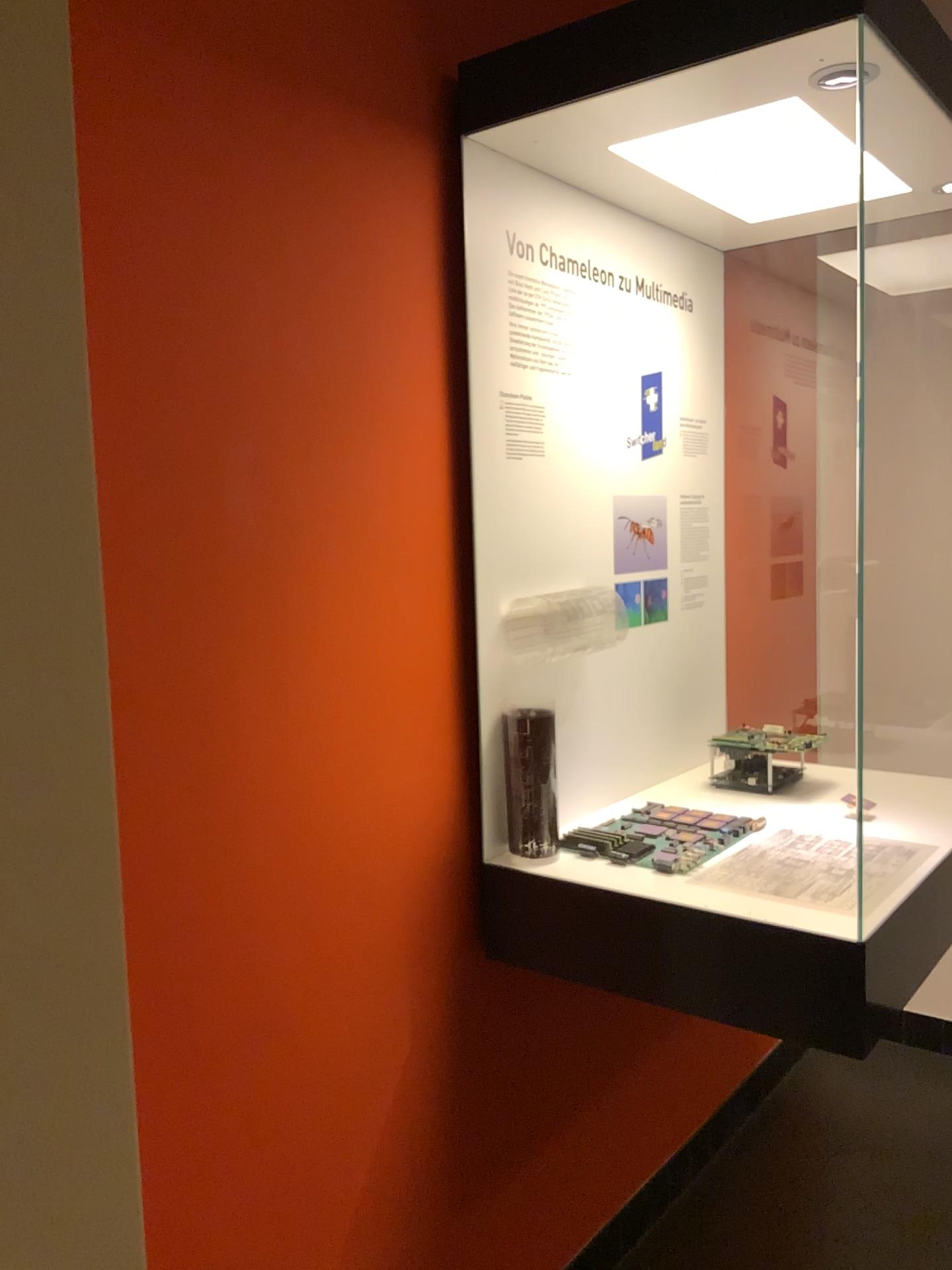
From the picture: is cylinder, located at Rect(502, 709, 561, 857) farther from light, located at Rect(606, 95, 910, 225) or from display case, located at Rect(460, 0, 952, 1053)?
light, located at Rect(606, 95, 910, 225)

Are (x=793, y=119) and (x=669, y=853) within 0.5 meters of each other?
no

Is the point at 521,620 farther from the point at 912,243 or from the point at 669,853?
the point at 912,243

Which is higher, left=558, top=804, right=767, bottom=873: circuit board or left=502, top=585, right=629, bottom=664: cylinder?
left=502, top=585, right=629, bottom=664: cylinder

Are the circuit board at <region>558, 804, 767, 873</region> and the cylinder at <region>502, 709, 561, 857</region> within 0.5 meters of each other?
yes

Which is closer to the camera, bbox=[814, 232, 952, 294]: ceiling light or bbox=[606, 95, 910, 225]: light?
bbox=[606, 95, 910, 225]: light

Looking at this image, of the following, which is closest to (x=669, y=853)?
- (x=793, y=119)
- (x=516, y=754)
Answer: (x=516, y=754)

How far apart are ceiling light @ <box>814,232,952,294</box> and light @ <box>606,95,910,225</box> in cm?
26

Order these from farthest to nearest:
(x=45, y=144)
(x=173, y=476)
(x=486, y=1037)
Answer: (x=486, y=1037) < (x=173, y=476) < (x=45, y=144)

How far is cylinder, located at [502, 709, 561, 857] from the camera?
1.8m
